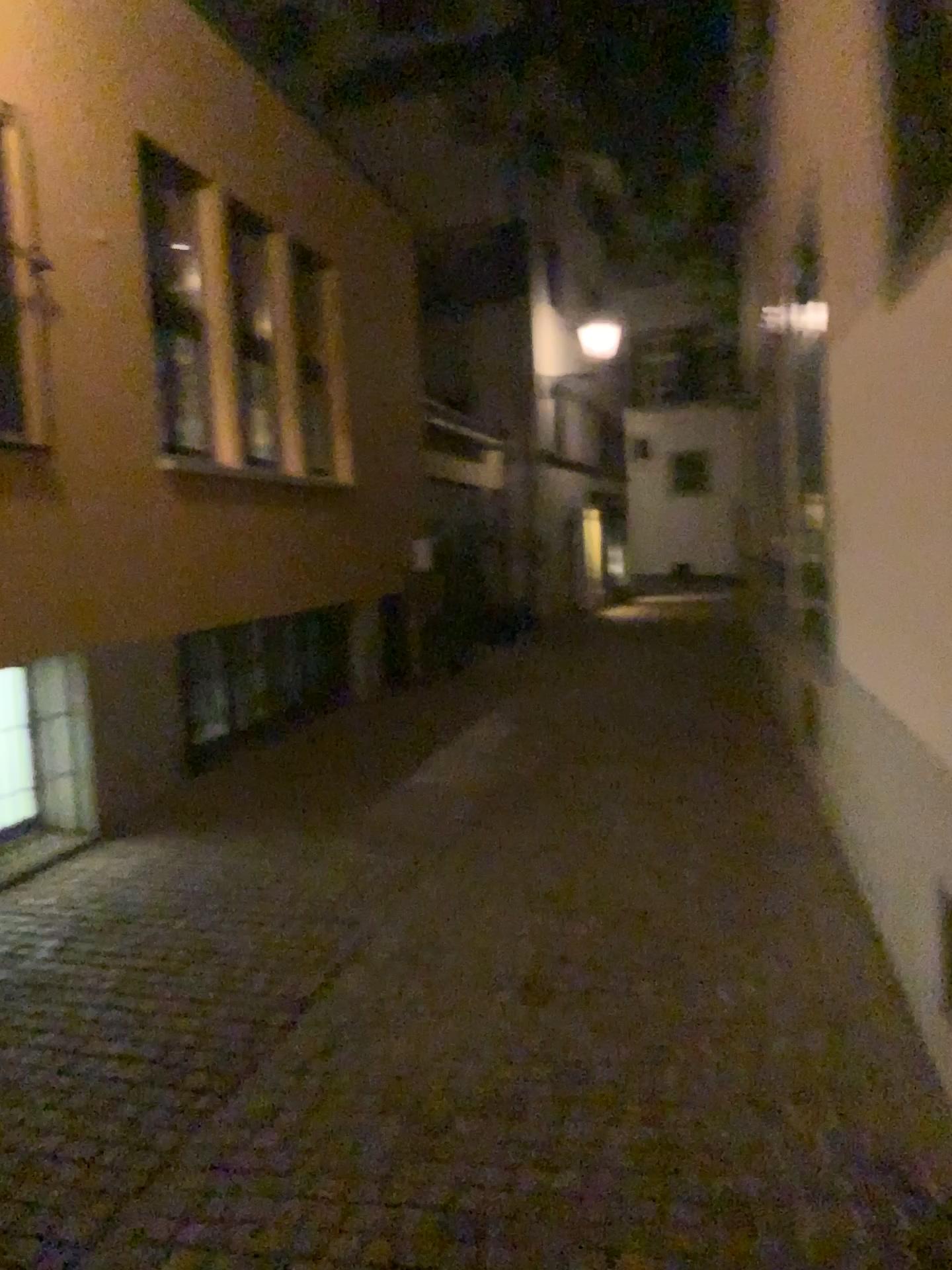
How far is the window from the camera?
3.05m

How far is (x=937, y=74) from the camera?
3.1m

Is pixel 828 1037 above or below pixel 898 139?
below
